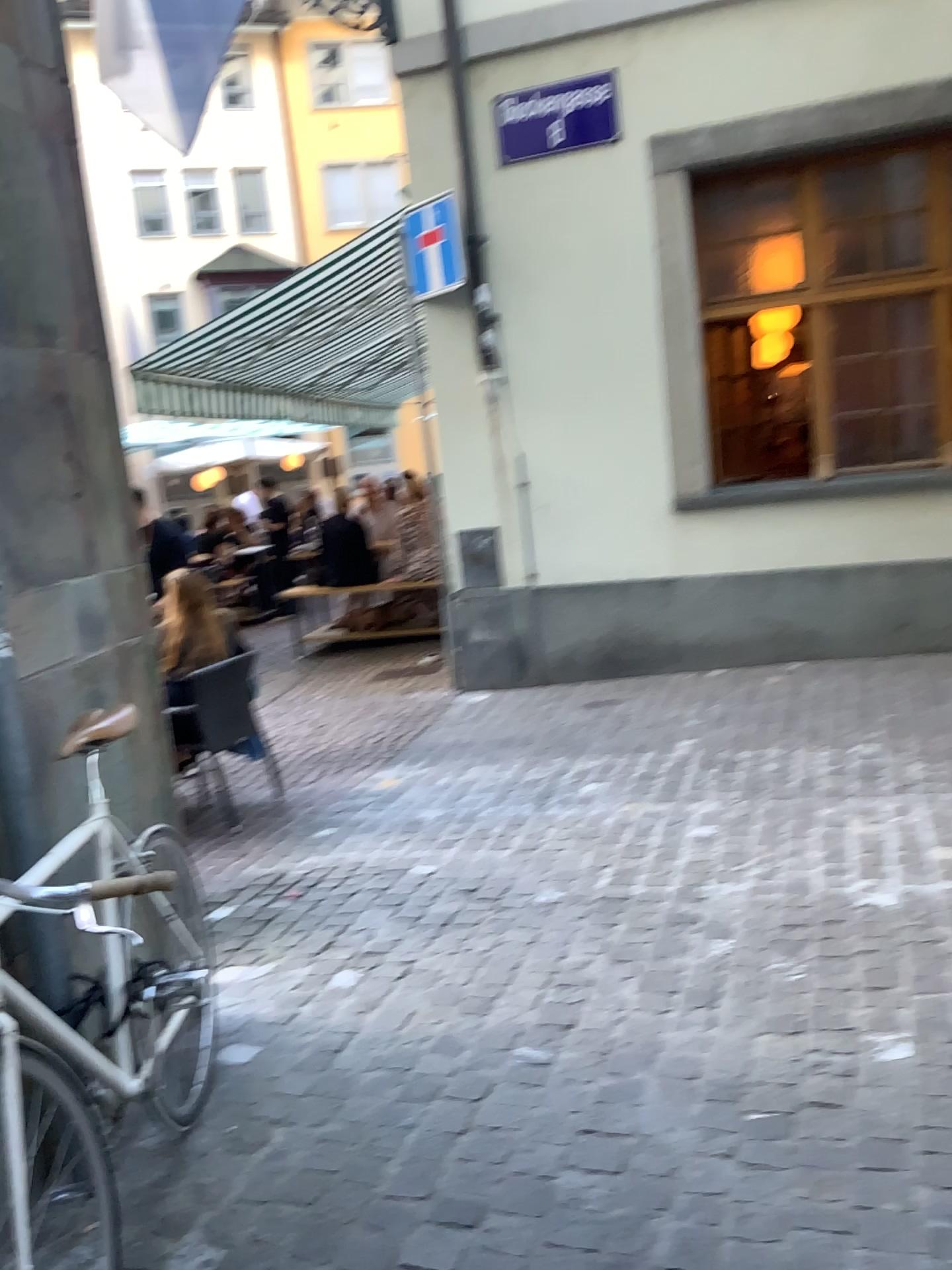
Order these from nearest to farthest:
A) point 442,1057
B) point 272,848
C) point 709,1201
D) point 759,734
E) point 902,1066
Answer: point 709,1201, point 902,1066, point 442,1057, point 272,848, point 759,734
